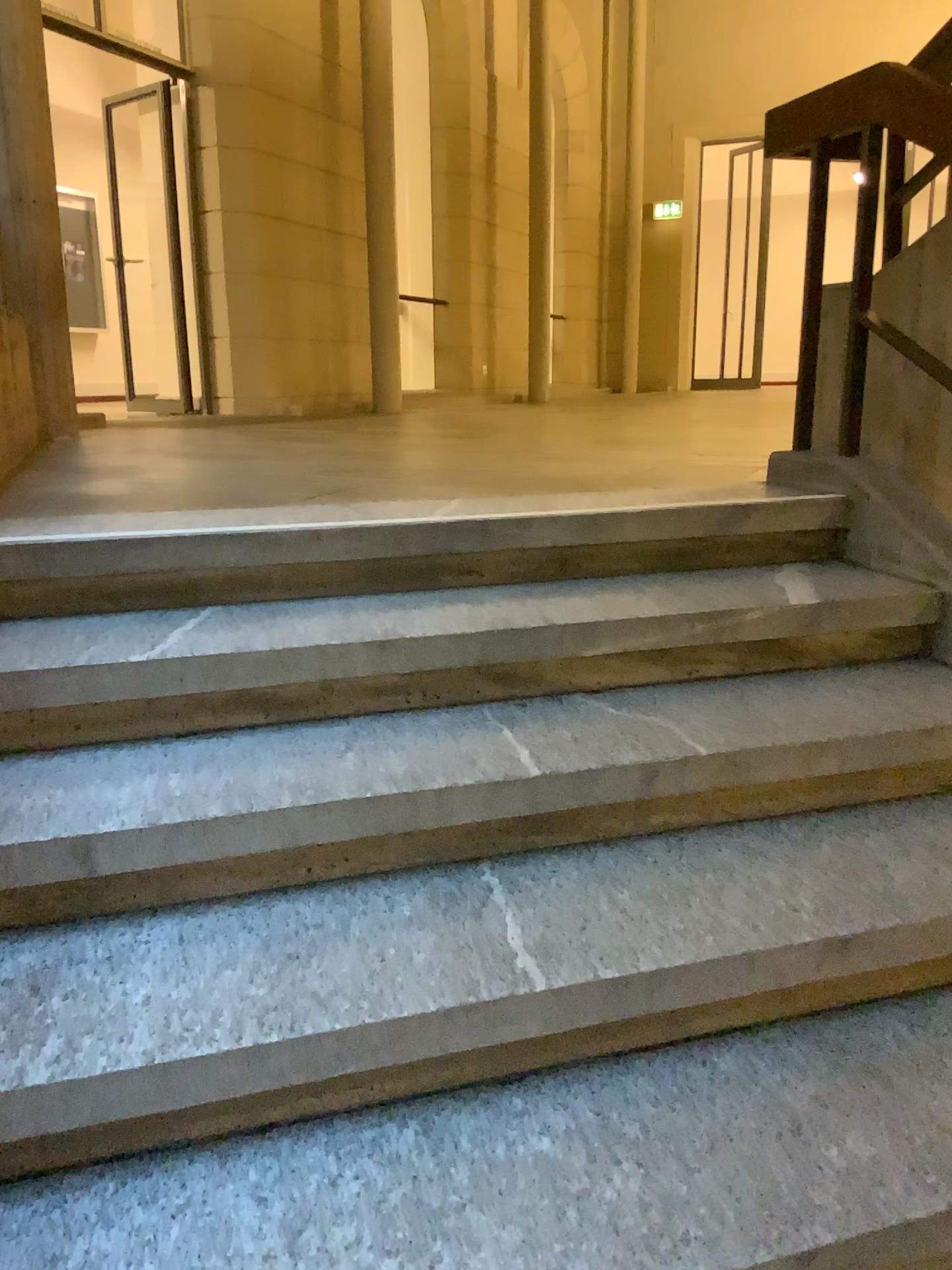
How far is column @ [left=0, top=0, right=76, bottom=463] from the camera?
4.0m

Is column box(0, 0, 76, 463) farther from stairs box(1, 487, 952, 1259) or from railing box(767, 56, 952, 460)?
railing box(767, 56, 952, 460)

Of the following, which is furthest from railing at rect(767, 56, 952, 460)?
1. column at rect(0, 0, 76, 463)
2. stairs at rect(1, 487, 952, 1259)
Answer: column at rect(0, 0, 76, 463)

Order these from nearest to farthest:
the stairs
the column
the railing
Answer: the stairs, the railing, the column

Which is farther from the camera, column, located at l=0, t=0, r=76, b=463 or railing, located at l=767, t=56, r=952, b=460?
column, located at l=0, t=0, r=76, b=463

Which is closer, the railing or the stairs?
the stairs

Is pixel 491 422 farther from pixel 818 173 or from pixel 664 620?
pixel 664 620

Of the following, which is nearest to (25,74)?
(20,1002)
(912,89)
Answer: (912,89)

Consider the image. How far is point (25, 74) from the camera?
4.0m

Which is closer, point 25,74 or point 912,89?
point 912,89
